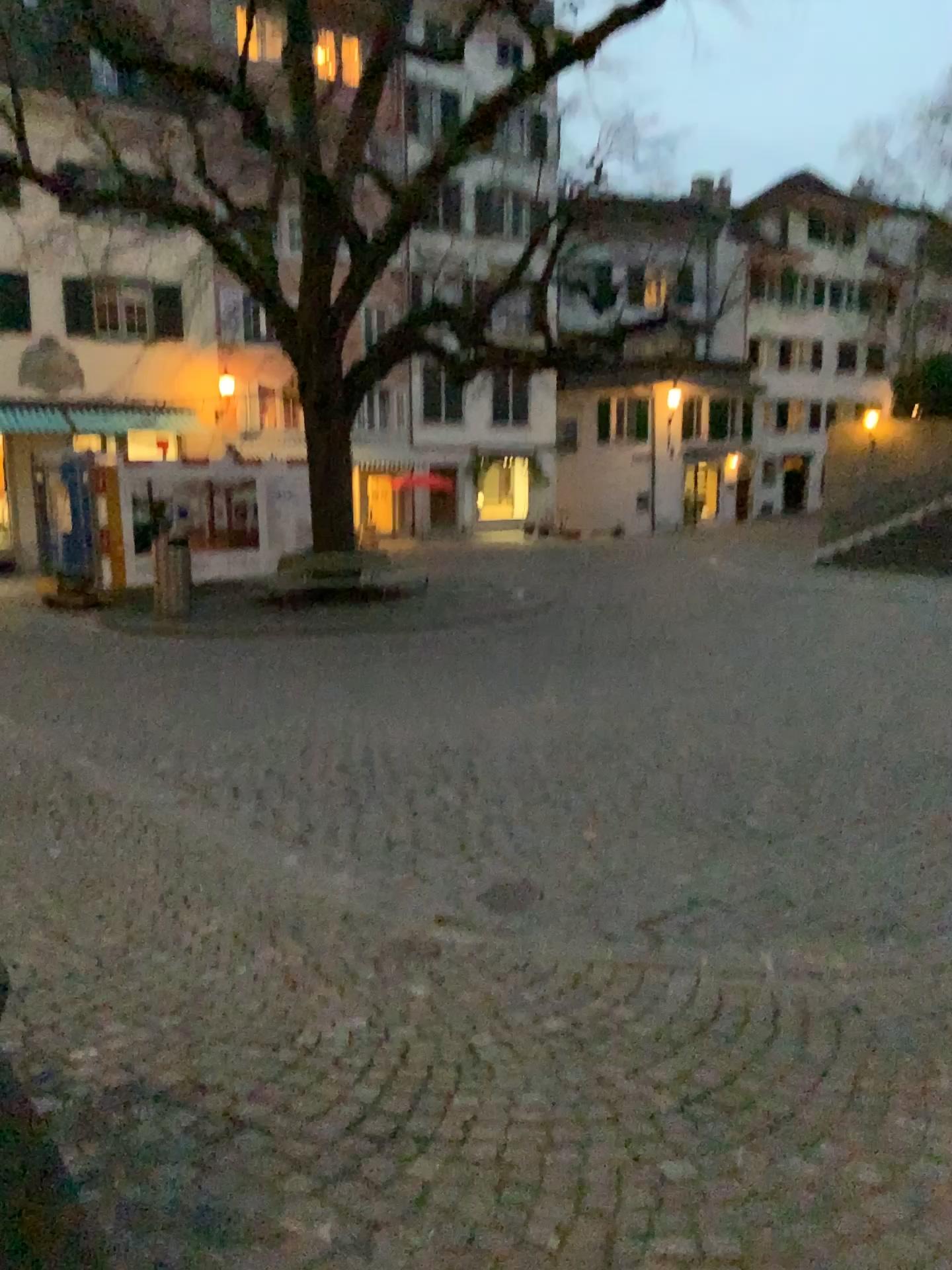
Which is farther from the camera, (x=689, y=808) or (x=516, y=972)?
(x=689, y=808)
